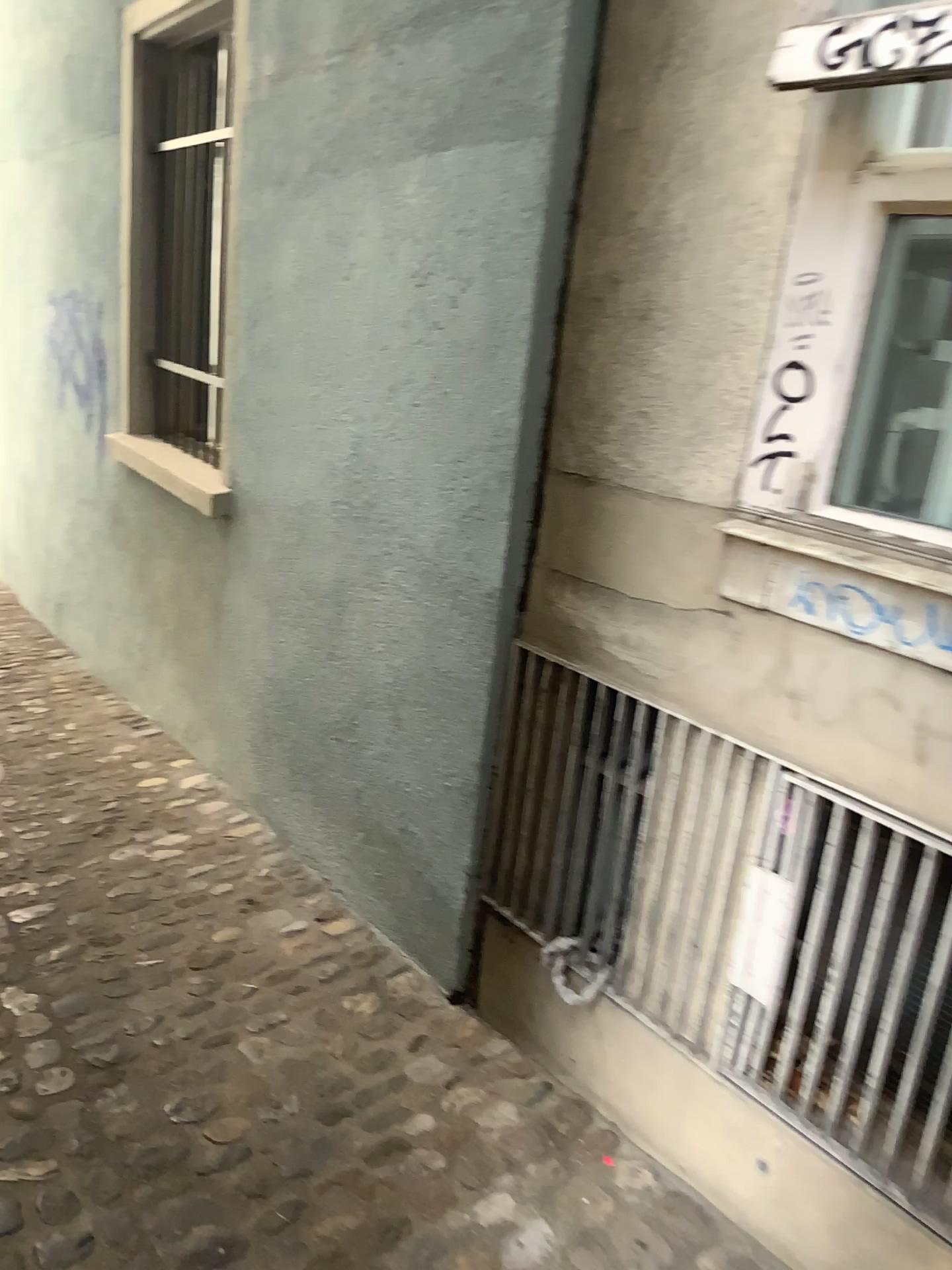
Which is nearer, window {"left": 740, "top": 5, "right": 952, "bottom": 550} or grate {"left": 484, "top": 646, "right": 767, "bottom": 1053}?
window {"left": 740, "top": 5, "right": 952, "bottom": 550}

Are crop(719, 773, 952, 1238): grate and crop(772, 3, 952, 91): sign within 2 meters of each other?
yes

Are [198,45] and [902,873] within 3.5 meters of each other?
no

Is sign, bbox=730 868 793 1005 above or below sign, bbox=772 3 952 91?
below

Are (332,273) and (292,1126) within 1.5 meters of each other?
no

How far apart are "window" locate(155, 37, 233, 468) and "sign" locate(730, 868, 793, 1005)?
2.9m

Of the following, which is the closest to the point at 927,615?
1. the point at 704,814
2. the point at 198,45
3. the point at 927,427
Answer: the point at 927,427

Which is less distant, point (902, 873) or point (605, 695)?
point (902, 873)

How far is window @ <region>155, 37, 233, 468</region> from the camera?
4.09m

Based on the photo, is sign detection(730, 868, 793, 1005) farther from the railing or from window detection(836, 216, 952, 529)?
window detection(836, 216, 952, 529)
